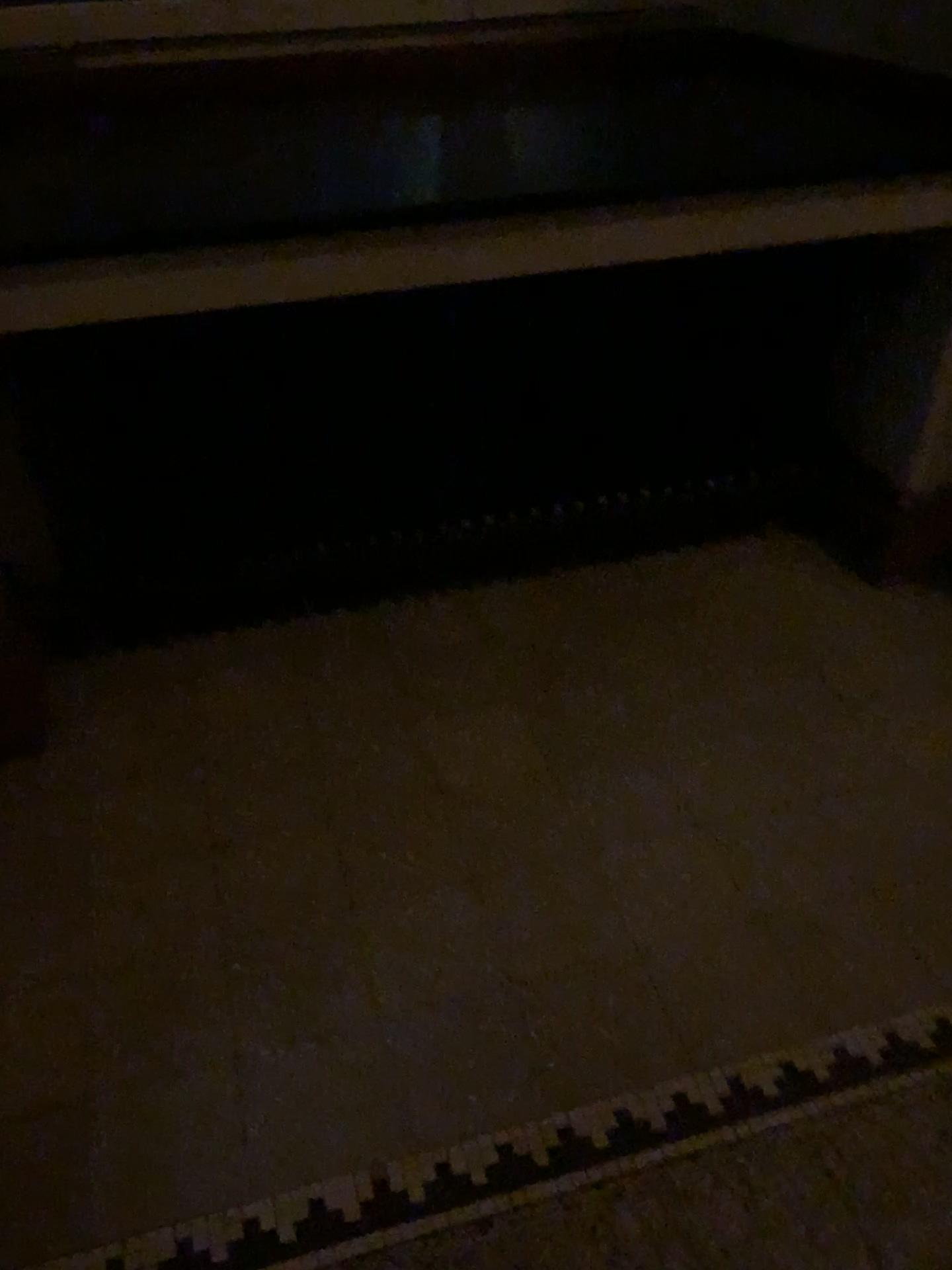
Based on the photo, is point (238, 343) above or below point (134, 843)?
above
